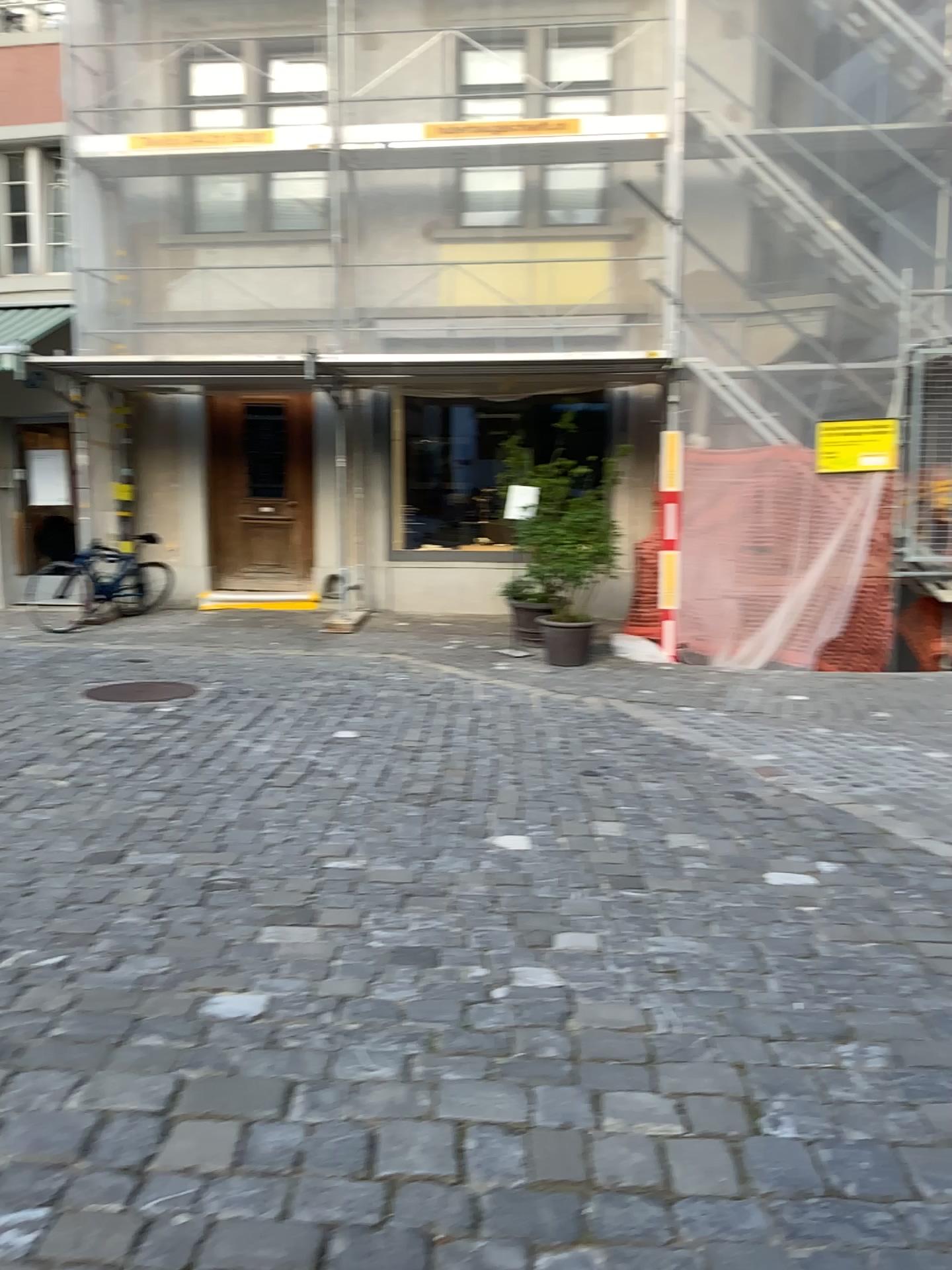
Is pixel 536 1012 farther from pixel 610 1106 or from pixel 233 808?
pixel 233 808
